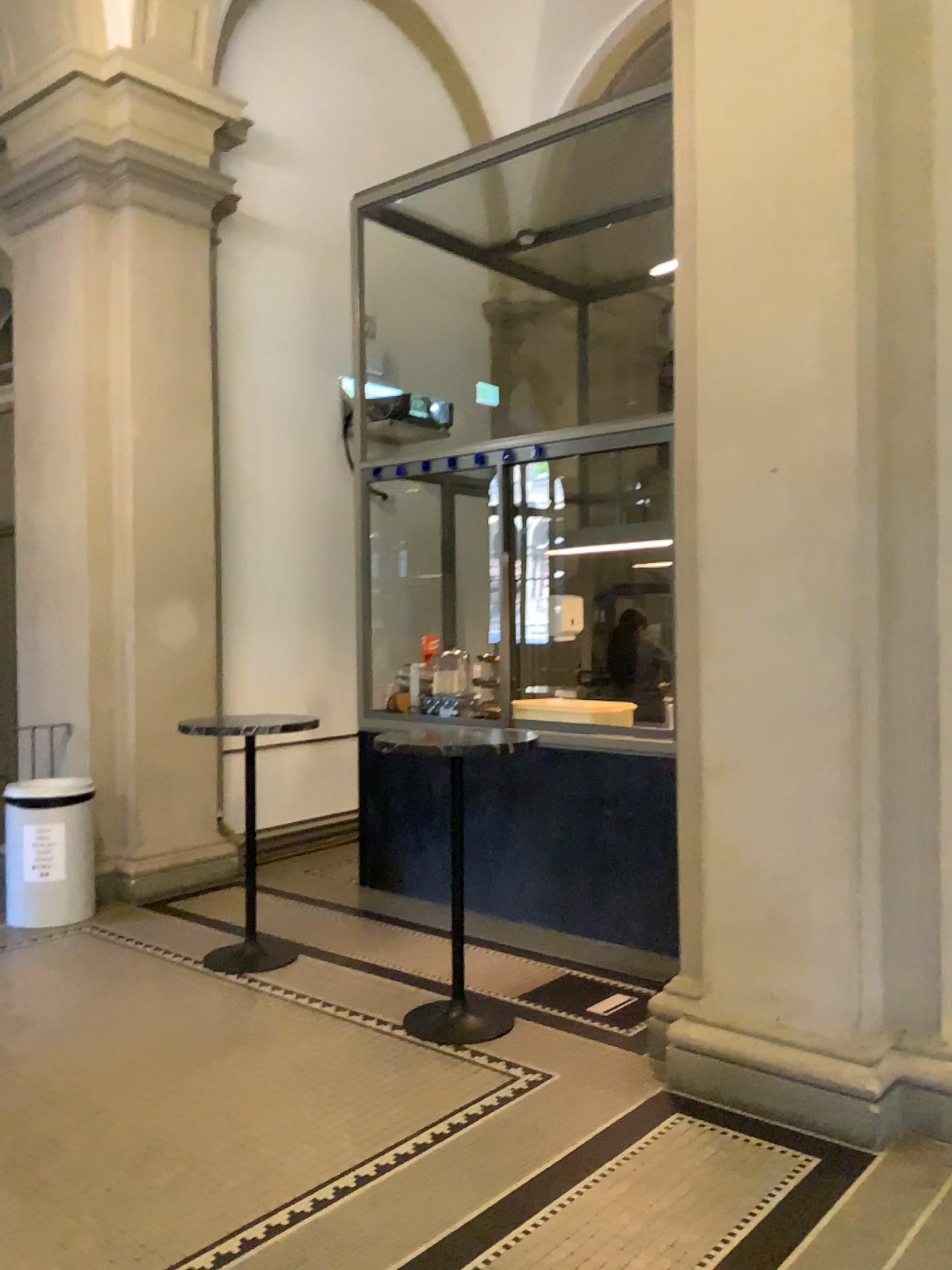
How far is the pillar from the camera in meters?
3.3

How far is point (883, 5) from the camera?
3.26m

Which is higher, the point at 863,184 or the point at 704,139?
the point at 704,139
